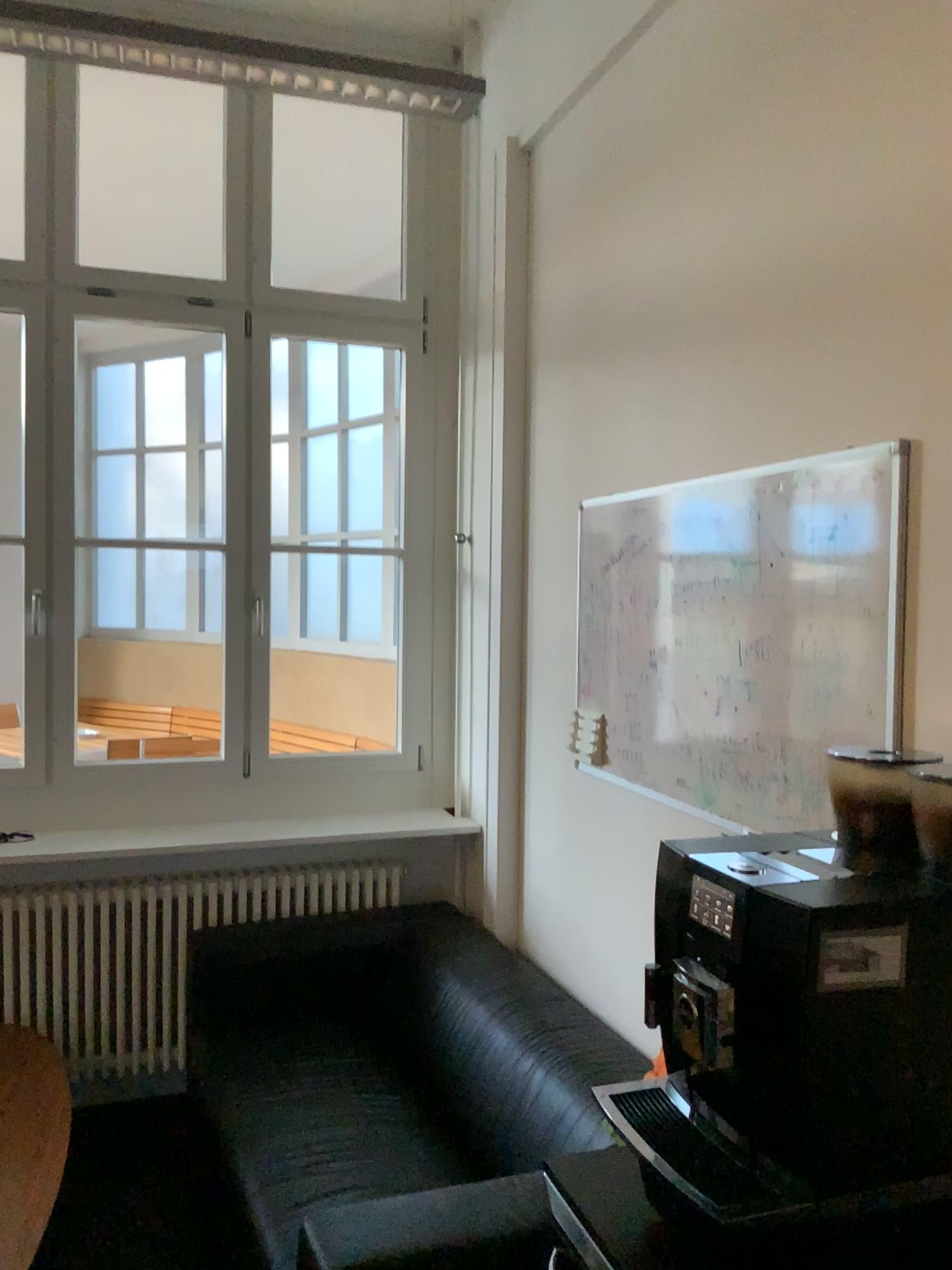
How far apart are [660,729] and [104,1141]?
2.1m

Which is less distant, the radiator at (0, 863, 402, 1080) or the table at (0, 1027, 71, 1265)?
the table at (0, 1027, 71, 1265)

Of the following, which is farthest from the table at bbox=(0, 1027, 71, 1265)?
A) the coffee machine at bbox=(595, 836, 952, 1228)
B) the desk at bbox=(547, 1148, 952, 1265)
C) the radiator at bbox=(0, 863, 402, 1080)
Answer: the coffee machine at bbox=(595, 836, 952, 1228)

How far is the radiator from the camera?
3.25m

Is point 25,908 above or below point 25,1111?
above

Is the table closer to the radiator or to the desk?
the radiator

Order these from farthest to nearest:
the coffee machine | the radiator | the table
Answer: the radiator → the table → the coffee machine

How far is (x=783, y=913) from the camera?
1.15m

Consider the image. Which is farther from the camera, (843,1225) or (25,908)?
(25,908)

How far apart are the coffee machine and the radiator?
2.22m
